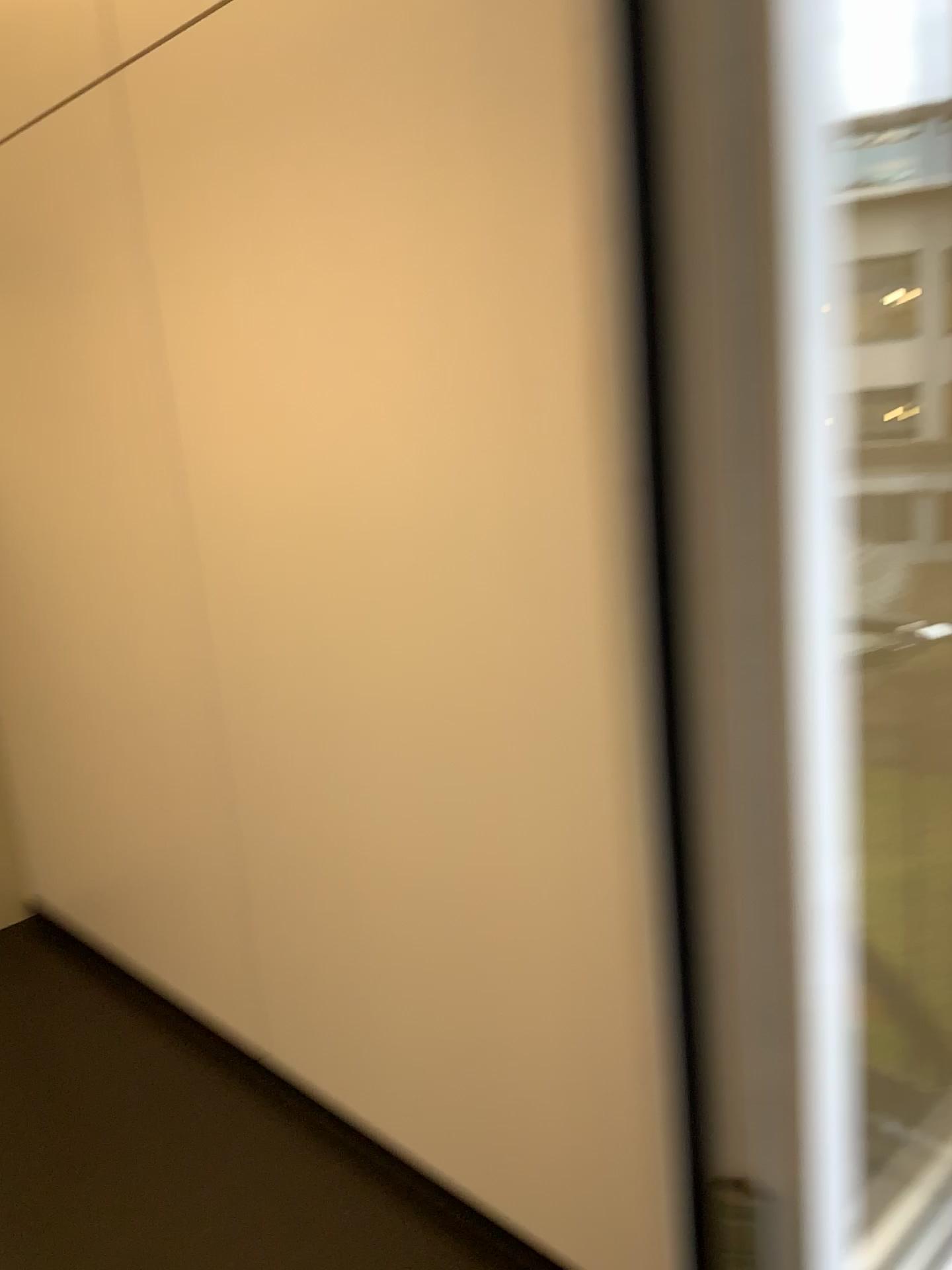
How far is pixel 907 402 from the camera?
1.02m

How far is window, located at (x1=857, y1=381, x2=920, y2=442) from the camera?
1.02m

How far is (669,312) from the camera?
0.4m

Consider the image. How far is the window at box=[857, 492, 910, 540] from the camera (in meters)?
1.06

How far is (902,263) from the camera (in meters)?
1.00

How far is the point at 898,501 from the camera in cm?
106

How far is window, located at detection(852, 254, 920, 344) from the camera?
1.0m
